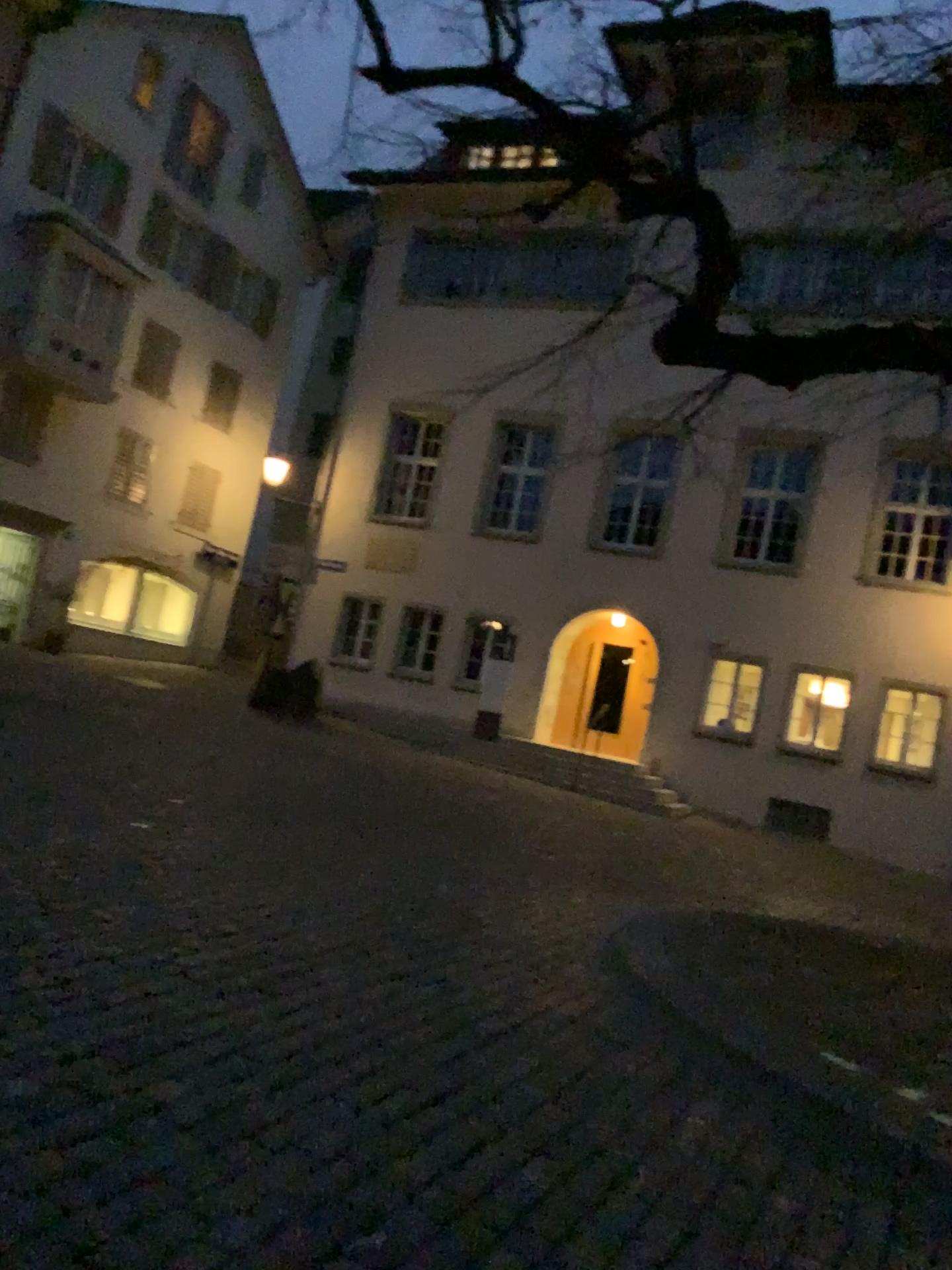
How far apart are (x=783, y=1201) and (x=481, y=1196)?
1.0m
